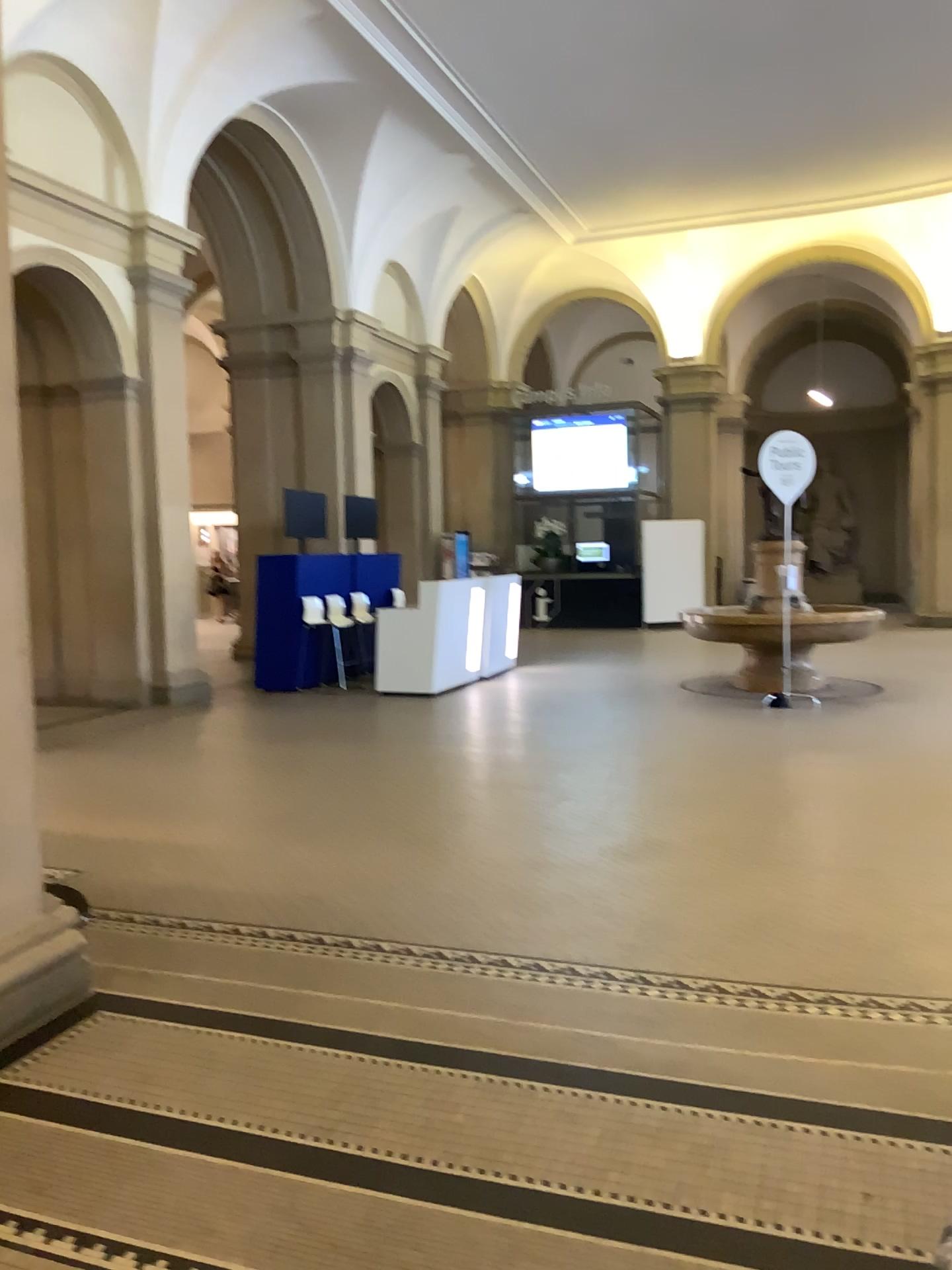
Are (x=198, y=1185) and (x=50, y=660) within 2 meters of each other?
no
